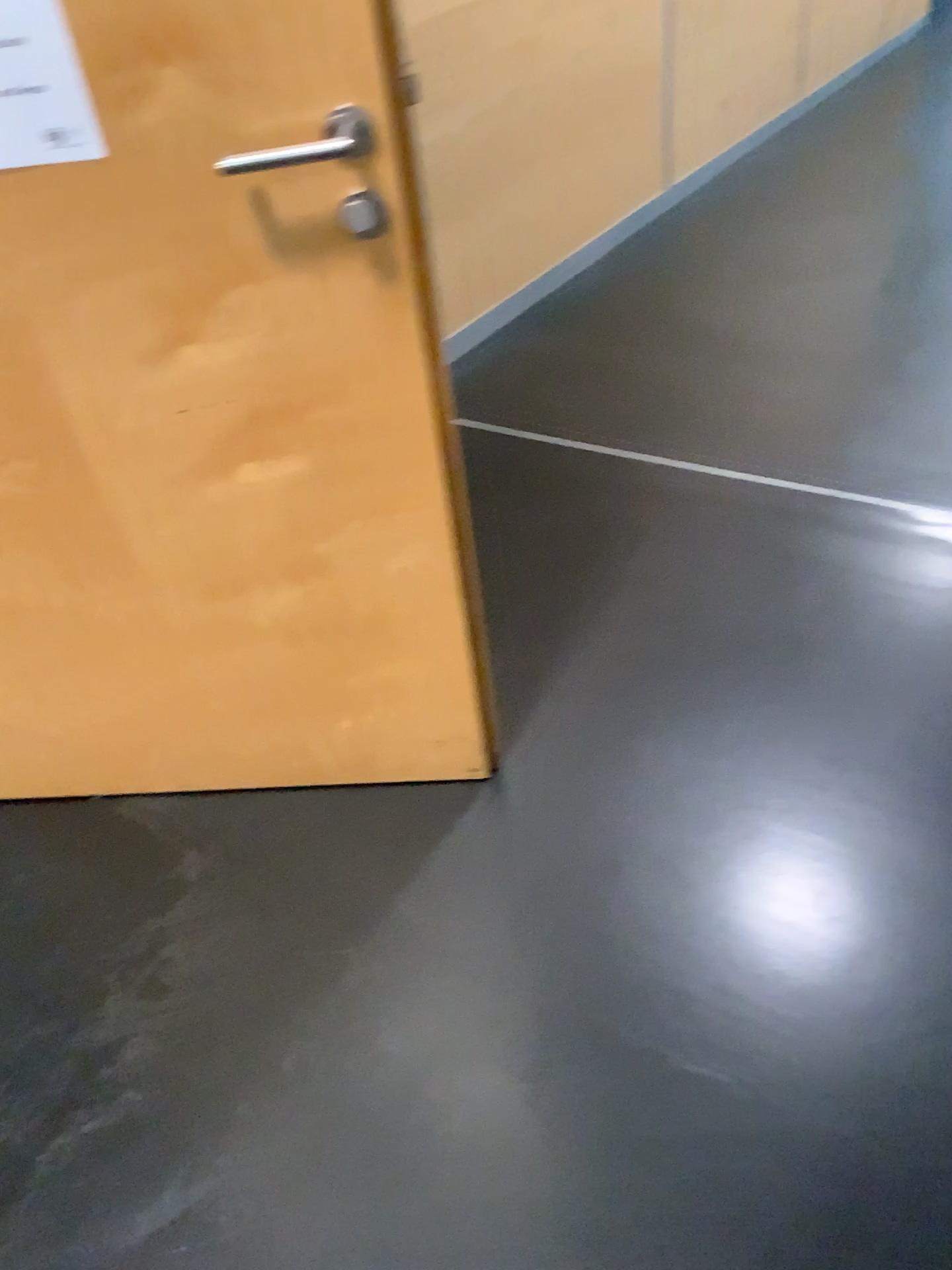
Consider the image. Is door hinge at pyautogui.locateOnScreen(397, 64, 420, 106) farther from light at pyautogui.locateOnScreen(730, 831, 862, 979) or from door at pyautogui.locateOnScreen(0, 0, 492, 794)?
light at pyautogui.locateOnScreen(730, 831, 862, 979)

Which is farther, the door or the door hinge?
the door hinge

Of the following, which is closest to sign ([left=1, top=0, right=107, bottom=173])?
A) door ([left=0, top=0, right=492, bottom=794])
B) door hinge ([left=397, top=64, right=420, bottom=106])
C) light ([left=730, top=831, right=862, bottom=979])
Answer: door ([left=0, top=0, right=492, bottom=794])

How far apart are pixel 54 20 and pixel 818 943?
1.5 meters

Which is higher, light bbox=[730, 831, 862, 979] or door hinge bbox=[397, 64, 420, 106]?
door hinge bbox=[397, 64, 420, 106]

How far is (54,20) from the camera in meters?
1.1

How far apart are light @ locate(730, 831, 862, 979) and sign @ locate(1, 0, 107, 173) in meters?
1.3

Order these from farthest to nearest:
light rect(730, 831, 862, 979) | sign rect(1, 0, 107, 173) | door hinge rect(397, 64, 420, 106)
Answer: door hinge rect(397, 64, 420, 106) → light rect(730, 831, 862, 979) → sign rect(1, 0, 107, 173)

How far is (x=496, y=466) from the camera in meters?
2.6 m

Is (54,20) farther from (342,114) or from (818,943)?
(818,943)
